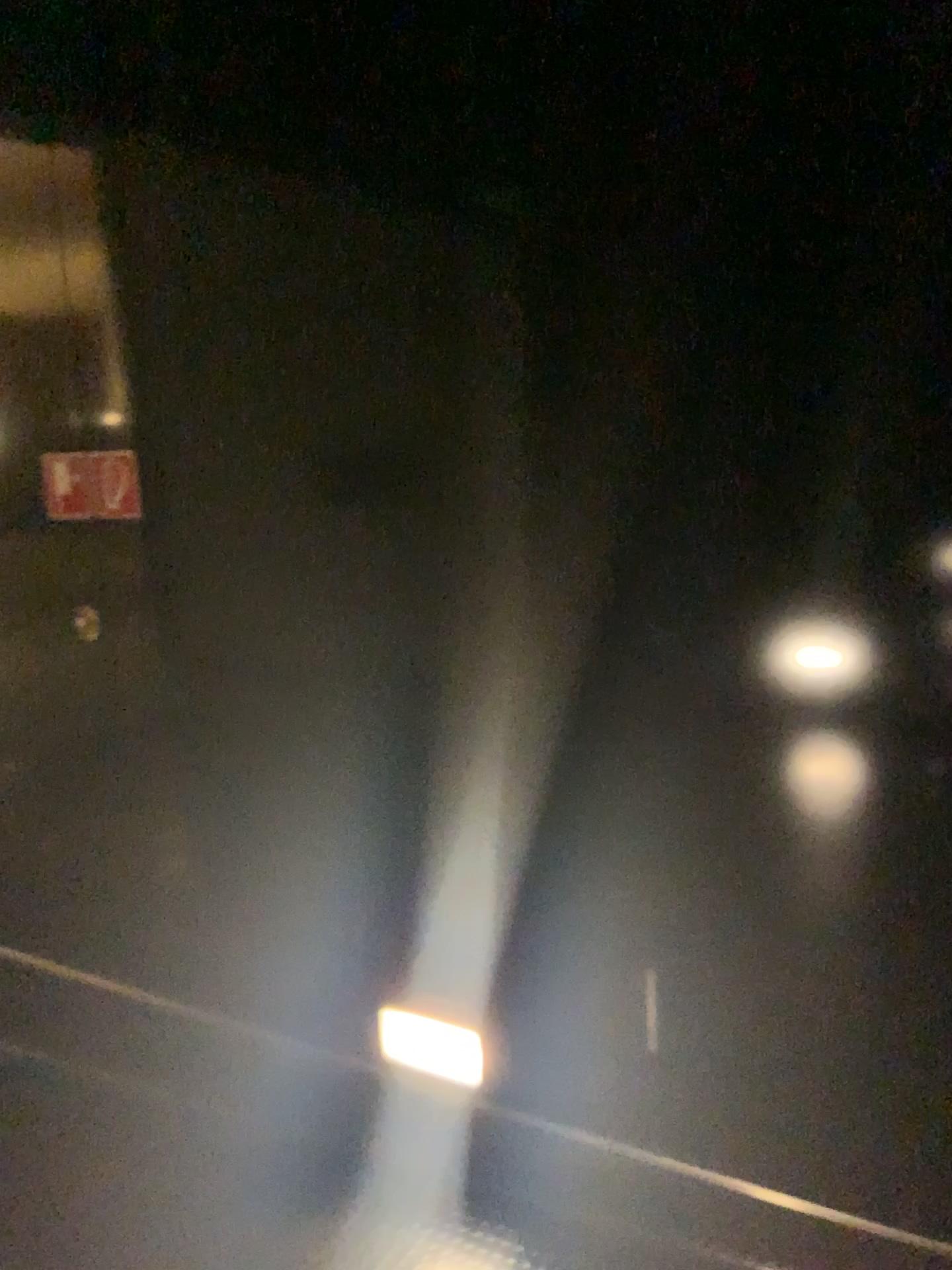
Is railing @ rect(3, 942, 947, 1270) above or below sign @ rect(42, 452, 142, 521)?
below

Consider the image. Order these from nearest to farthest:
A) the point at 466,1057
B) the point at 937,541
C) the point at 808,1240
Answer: the point at 937,541 < the point at 808,1240 < the point at 466,1057

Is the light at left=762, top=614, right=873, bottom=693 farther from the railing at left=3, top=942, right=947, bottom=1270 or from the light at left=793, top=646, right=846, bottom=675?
the railing at left=3, top=942, right=947, bottom=1270

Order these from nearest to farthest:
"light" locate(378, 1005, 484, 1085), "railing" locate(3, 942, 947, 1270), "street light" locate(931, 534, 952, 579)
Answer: "street light" locate(931, 534, 952, 579), "railing" locate(3, 942, 947, 1270), "light" locate(378, 1005, 484, 1085)

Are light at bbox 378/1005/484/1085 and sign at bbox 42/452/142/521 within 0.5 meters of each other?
no

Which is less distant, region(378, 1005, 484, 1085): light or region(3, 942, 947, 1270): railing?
region(3, 942, 947, 1270): railing

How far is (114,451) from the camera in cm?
253

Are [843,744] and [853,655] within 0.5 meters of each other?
yes

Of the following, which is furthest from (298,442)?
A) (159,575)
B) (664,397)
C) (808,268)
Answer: (808,268)

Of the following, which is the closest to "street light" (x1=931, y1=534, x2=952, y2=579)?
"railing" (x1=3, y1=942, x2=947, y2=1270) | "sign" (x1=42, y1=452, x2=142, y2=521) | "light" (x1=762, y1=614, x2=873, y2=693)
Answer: "light" (x1=762, y1=614, x2=873, y2=693)
